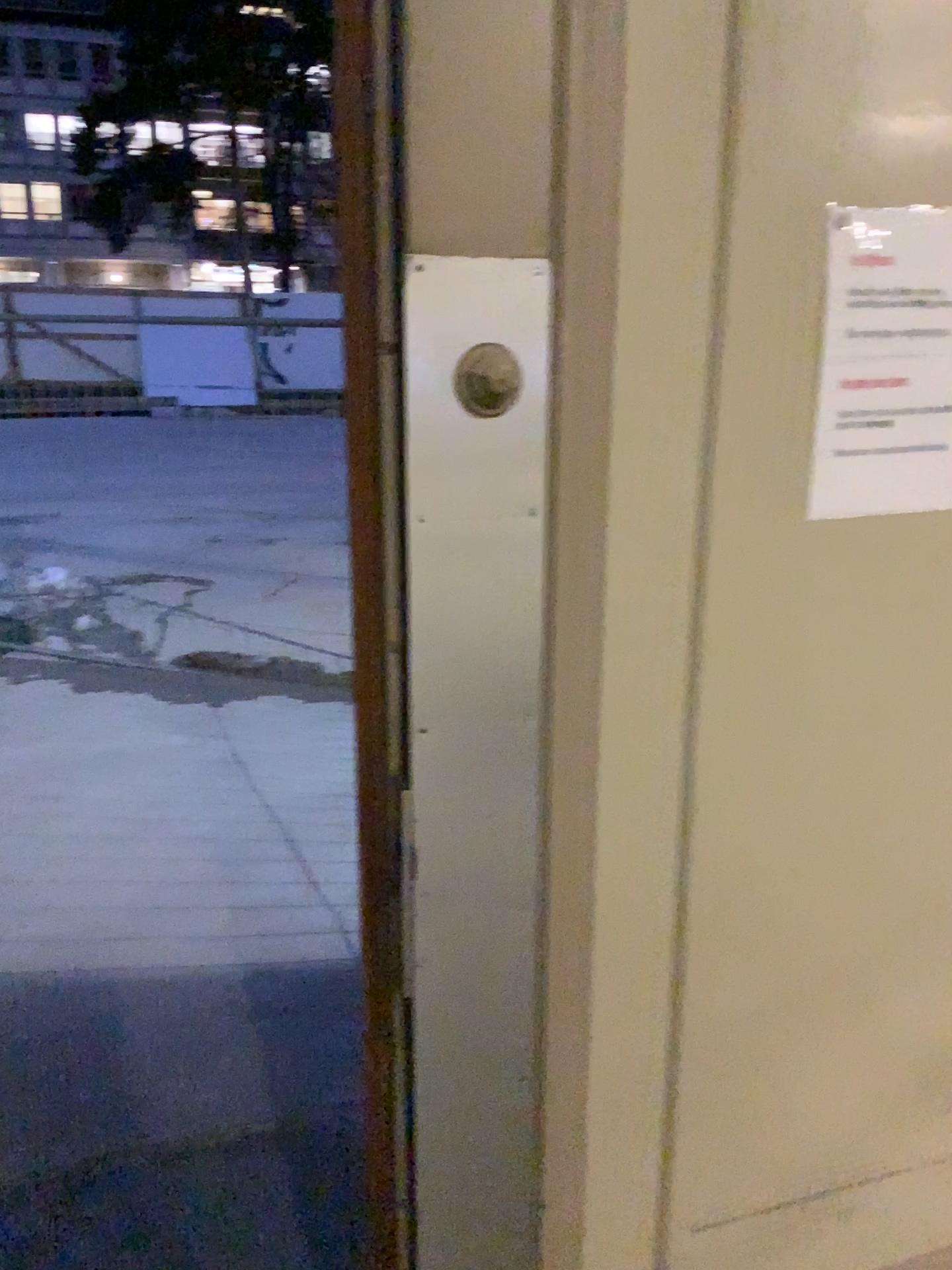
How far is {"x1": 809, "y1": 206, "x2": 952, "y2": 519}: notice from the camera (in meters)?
1.02

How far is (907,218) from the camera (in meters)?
1.02

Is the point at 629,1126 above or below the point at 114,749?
above
